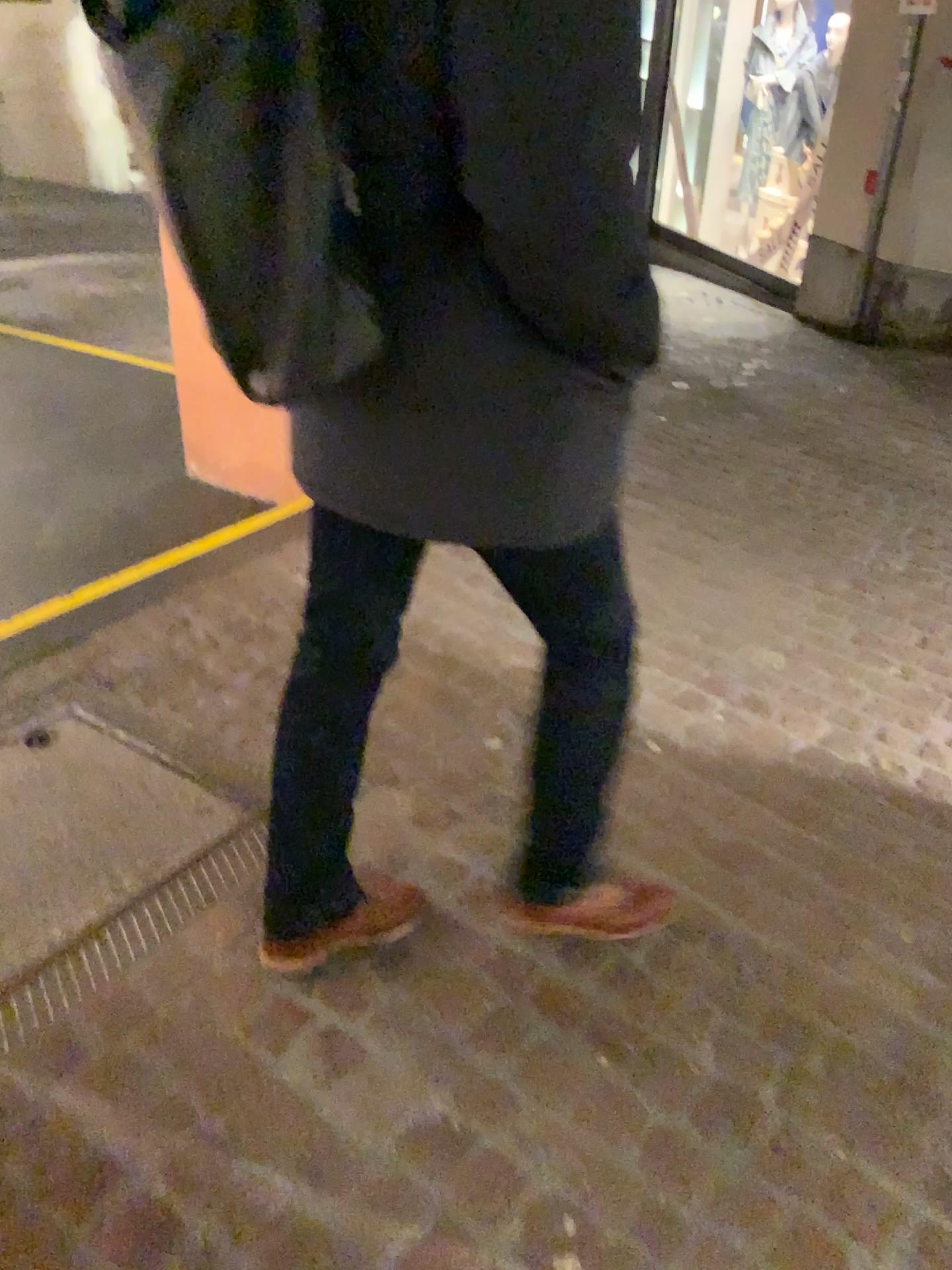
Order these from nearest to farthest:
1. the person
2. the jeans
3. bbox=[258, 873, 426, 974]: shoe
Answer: the person → the jeans → bbox=[258, 873, 426, 974]: shoe

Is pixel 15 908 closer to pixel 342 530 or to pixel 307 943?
pixel 307 943

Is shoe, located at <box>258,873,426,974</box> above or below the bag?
below

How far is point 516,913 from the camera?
1.8 meters

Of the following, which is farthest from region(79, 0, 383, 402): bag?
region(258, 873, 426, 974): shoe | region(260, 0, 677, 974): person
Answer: region(258, 873, 426, 974): shoe

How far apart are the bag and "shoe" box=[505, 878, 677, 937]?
1.05m

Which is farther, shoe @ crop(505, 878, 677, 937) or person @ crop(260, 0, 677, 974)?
shoe @ crop(505, 878, 677, 937)

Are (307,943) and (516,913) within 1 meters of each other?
yes

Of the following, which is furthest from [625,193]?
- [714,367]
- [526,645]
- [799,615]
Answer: [714,367]

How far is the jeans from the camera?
1.4m
